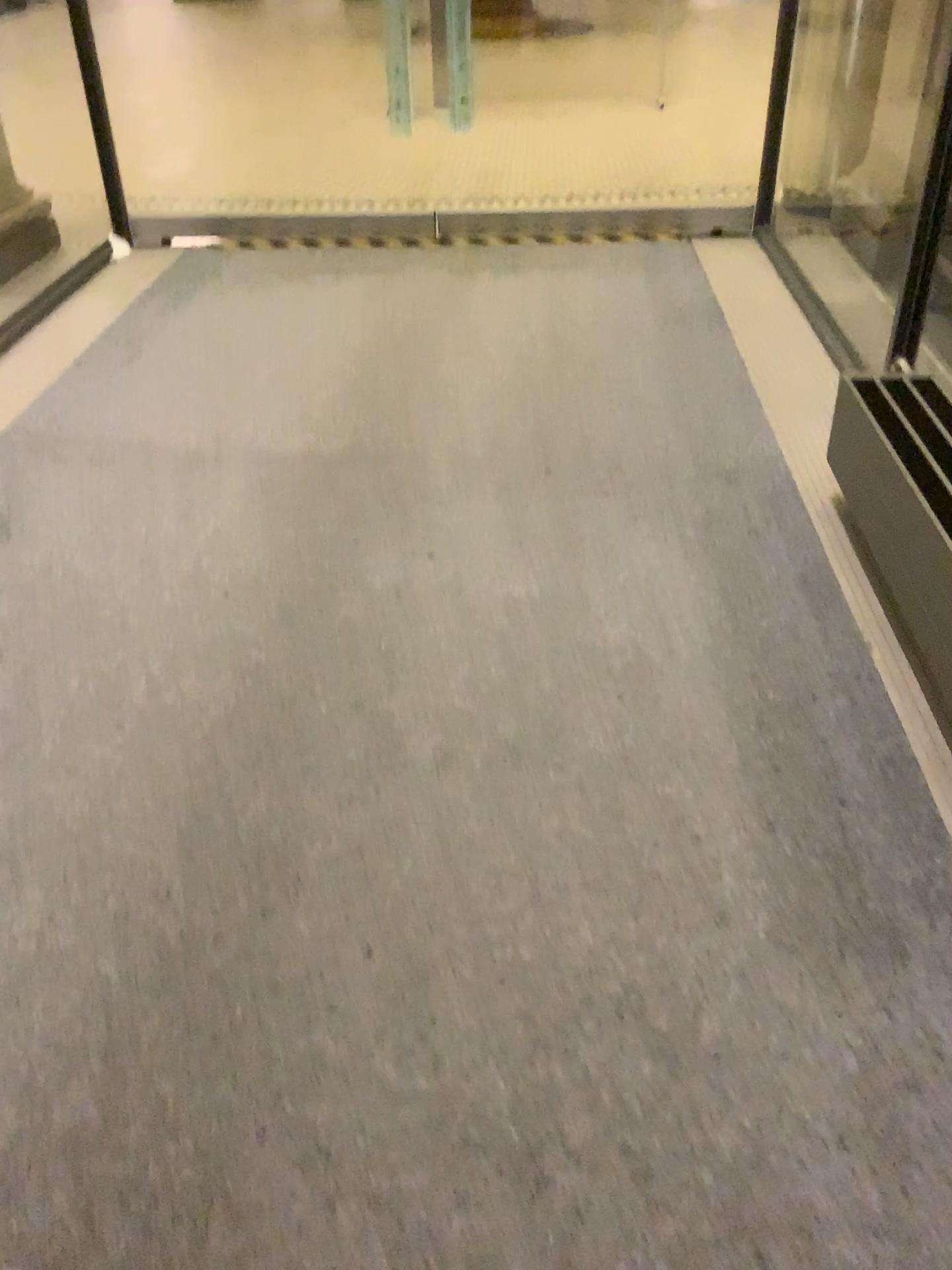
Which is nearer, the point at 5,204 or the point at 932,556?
the point at 932,556

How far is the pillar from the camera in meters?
4.2 m

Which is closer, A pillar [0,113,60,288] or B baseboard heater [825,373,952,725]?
B baseboard heater [825,373,952,725]

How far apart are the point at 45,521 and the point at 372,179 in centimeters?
313cm

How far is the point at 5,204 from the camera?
4.21m
